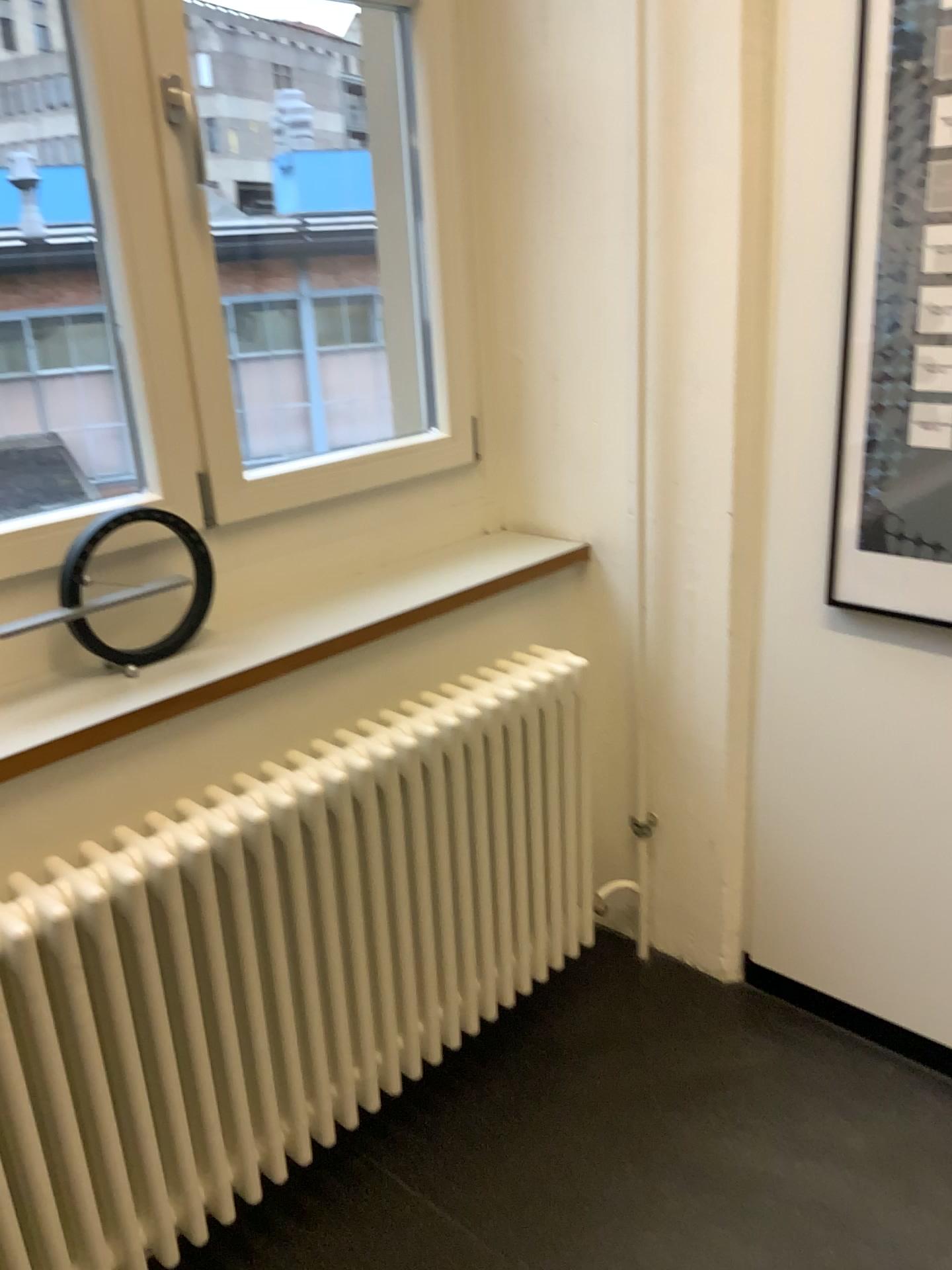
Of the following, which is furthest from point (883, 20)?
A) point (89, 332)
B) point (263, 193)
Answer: point (89, 332)

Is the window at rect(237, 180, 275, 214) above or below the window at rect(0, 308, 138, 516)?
above

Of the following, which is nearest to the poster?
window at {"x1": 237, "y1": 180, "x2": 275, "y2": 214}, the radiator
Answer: the radiator

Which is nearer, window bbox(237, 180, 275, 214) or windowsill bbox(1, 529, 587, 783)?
windowsill bbox(1, 529, 587, 783)

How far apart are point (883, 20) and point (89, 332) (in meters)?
2.41

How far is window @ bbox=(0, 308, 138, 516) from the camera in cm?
315

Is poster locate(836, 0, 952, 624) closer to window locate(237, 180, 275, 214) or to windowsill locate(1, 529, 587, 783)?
windowsill locate(1, 529, 587, 783)

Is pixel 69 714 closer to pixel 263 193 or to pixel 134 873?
pixel 134 873

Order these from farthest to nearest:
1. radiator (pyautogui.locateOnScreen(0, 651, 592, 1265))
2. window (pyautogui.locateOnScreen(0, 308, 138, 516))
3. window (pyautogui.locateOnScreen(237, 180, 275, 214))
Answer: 1. window (pyautogui.locateOnScreen(0, 308, 138, 516))
2. window (pyautogui.locateOnScreen(237, 180, 275, 214))
3. radiator (pyautogui.locateOnScreen(0, 651, 592, 1265))

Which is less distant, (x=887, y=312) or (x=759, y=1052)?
(x=887, y=312)
